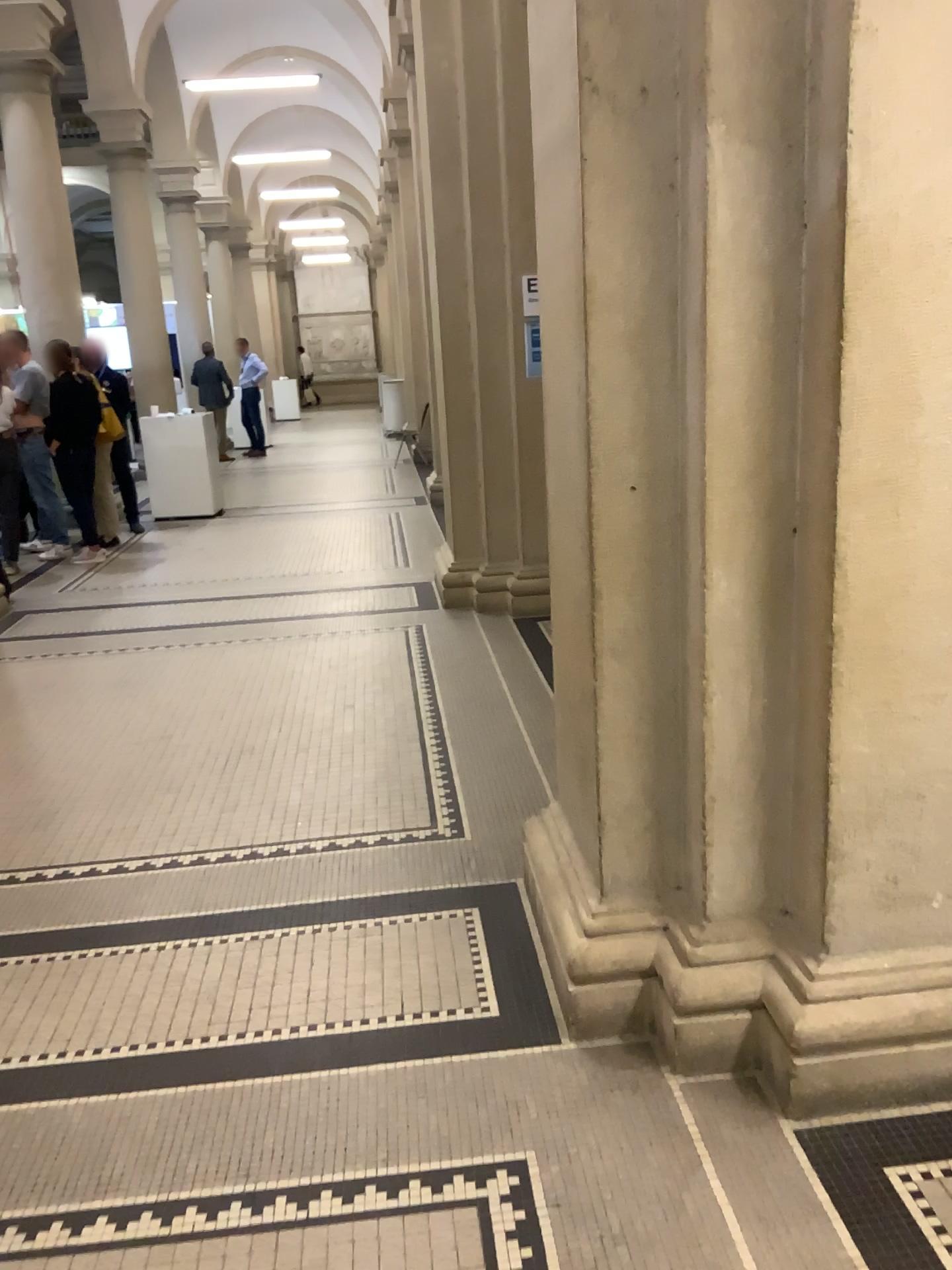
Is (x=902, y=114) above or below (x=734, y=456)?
above
